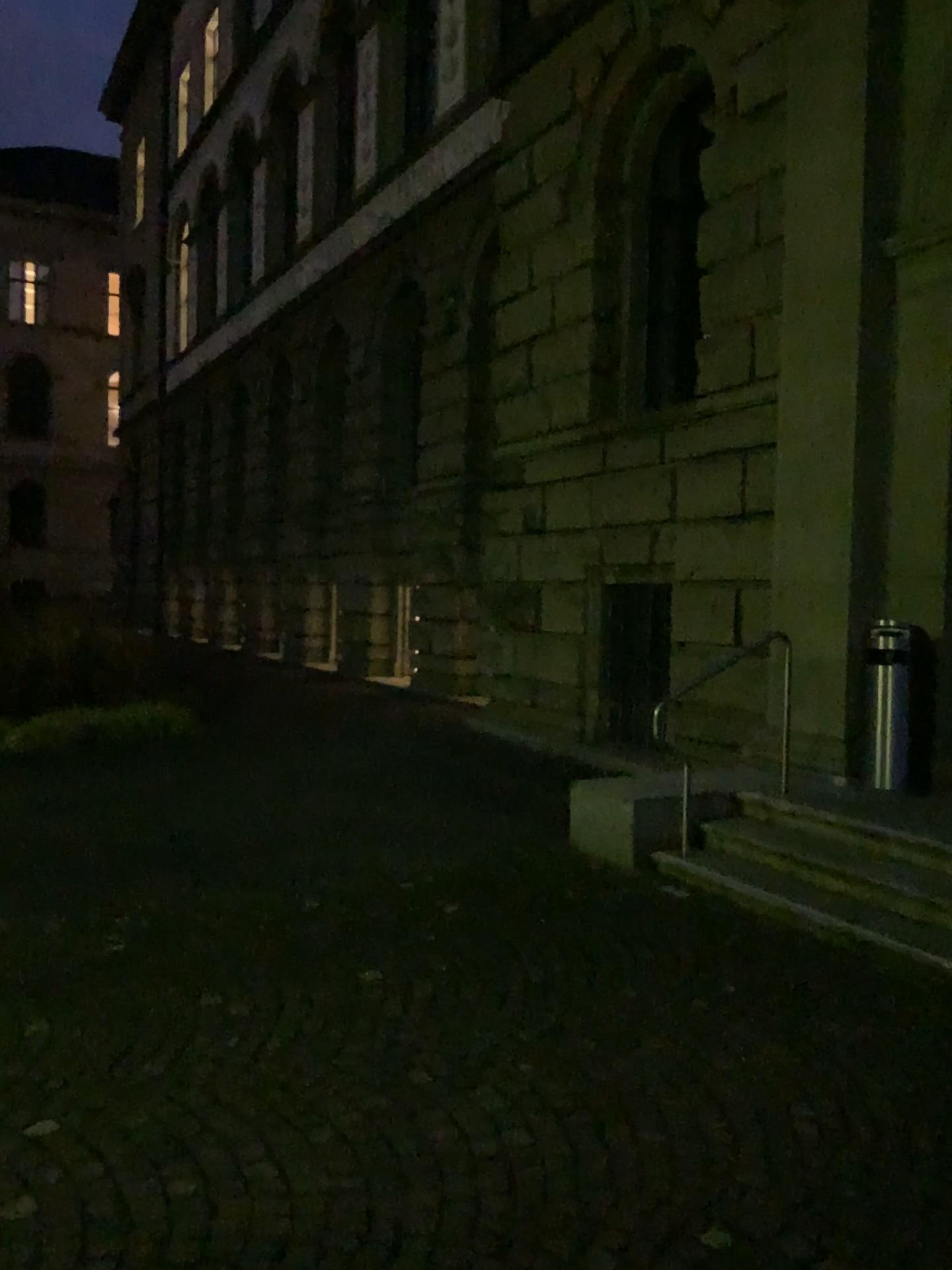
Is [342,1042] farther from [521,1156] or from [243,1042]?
[521,1156]
